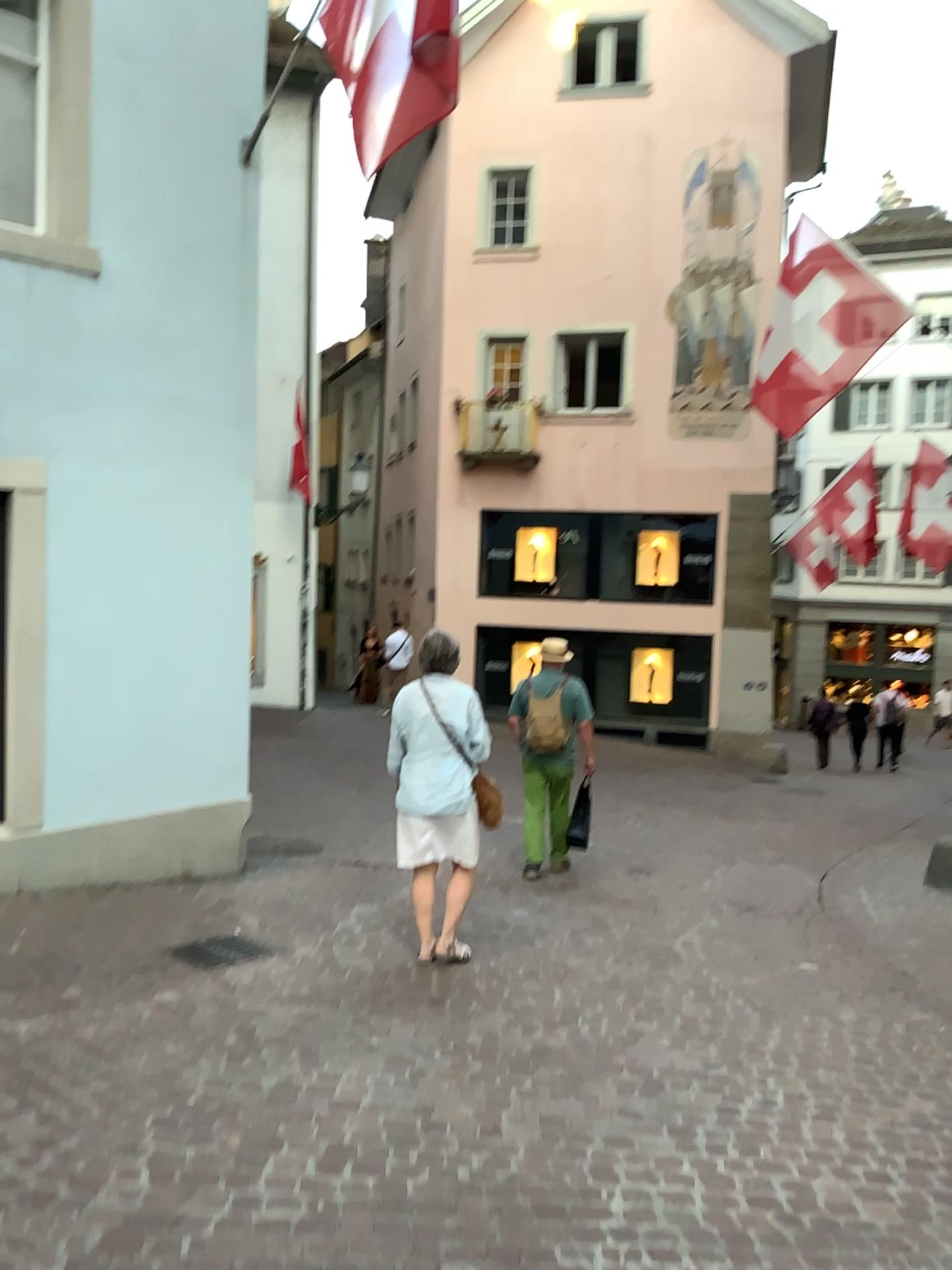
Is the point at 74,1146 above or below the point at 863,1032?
above
